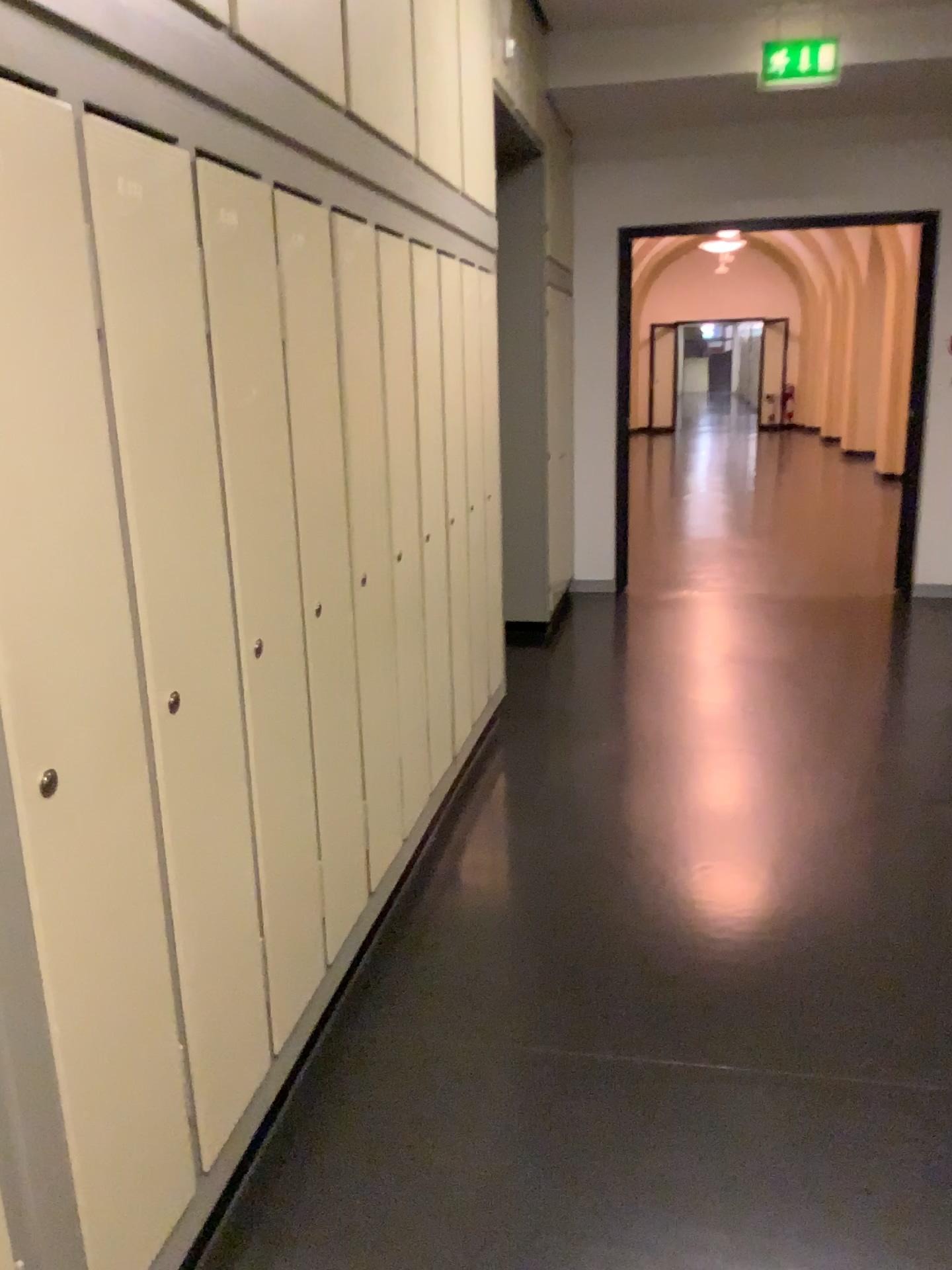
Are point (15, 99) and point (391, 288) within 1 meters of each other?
no

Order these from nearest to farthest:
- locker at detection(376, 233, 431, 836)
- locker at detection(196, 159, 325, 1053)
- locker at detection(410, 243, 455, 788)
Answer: locker at detection(196, 159, 325, 1053) → locker at detection(376, 233, 431, 836) → locker at detection(410, 243, 455, 788)

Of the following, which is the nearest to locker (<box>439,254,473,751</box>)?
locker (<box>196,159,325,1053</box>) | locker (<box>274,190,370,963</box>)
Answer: locker (<box>274,190,370,963</box>)

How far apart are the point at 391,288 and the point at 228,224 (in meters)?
0.91

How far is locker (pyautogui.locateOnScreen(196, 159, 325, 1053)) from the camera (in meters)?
1.71

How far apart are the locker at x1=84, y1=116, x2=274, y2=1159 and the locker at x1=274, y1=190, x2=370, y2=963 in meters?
0.3 m

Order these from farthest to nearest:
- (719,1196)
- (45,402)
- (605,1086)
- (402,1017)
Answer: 1. (402,1017)
2. (605,1086)
3. (719,1196)
4. (45,402)

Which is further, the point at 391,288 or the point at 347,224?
the point at 391,288

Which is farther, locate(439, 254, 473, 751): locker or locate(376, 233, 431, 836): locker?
locate(439, 254, 473, 751): locker

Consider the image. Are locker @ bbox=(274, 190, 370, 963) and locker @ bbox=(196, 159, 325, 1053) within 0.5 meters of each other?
yes
